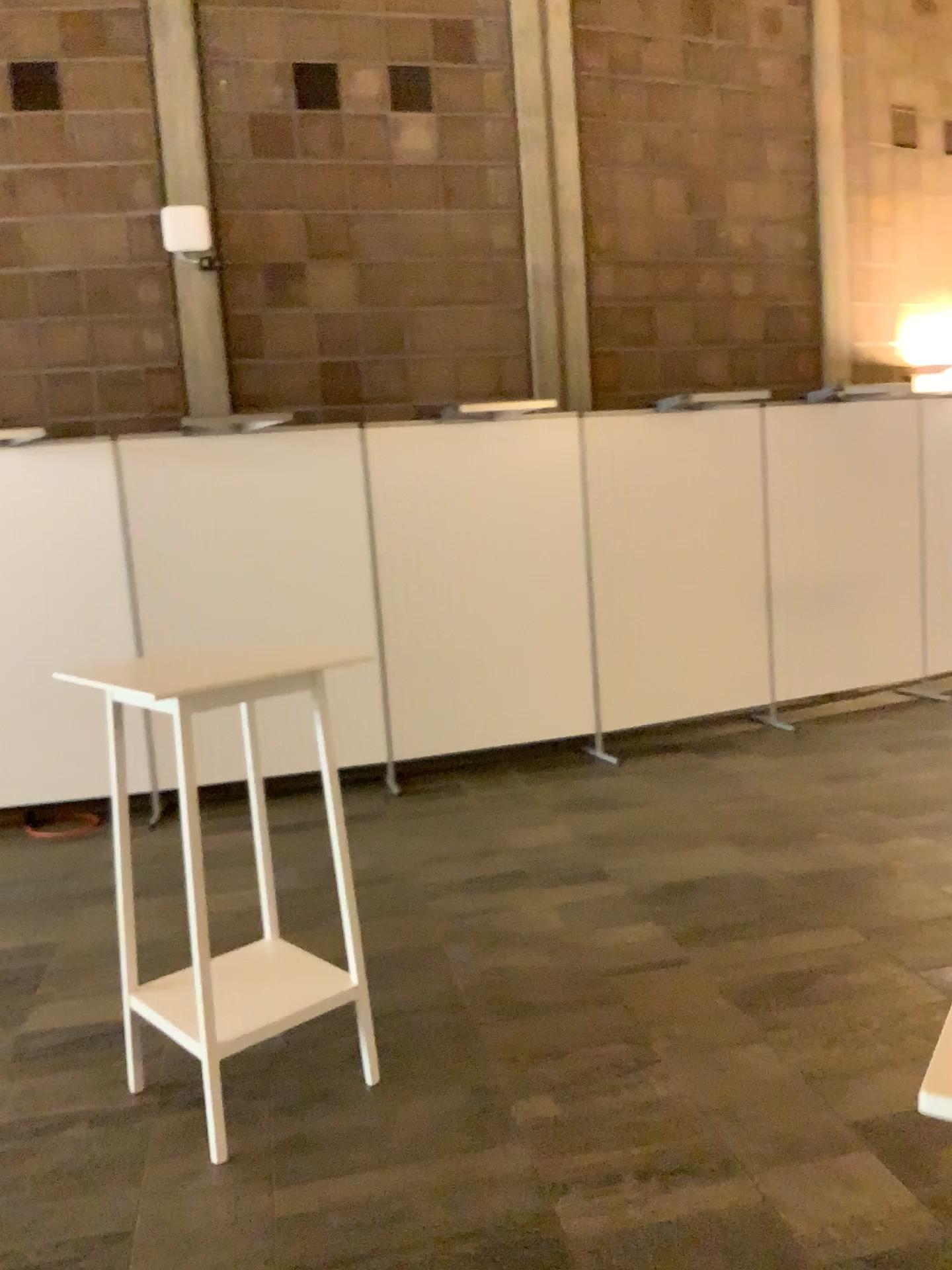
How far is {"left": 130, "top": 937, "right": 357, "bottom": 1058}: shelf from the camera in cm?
273

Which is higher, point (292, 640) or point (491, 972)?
point (292, 640)

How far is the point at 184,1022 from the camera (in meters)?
2.73

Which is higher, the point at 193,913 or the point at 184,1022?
the point at 193,913
